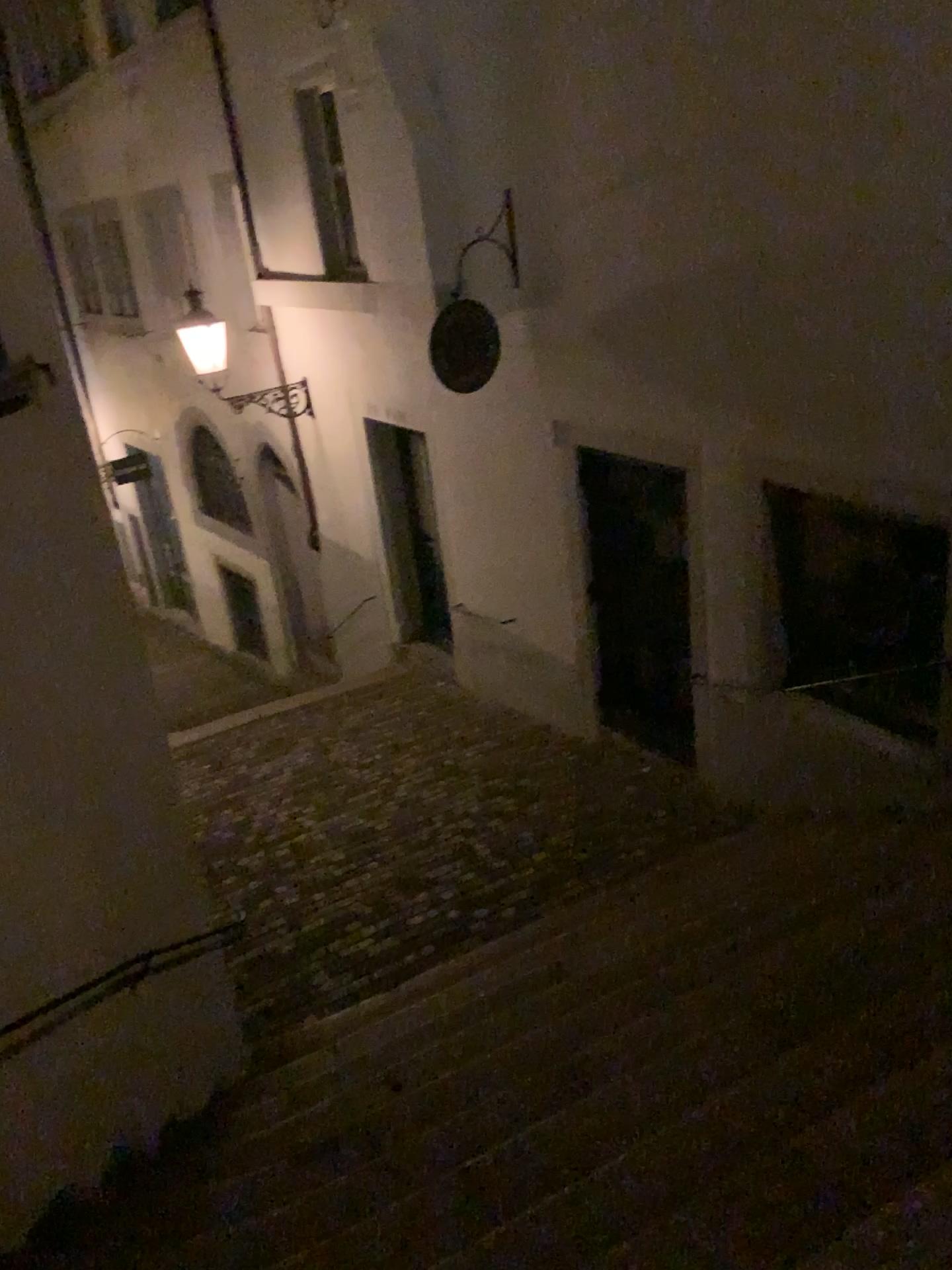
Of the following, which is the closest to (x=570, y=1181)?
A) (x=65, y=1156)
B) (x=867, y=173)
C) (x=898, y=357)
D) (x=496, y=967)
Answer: (x=65, y=1156)
